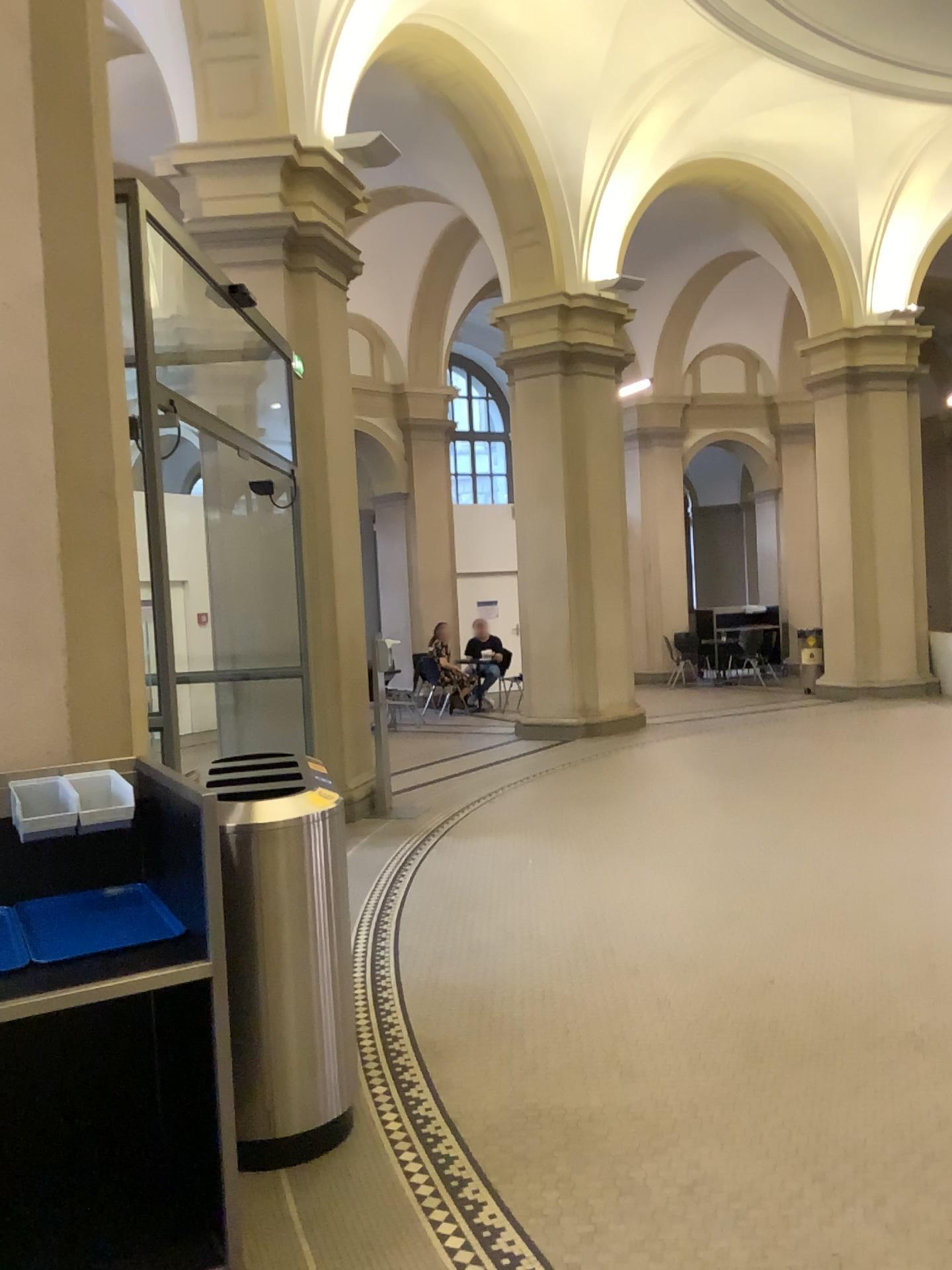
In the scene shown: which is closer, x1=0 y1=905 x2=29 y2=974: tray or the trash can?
x1=0 y1=905 x2=29 y2=974: tray

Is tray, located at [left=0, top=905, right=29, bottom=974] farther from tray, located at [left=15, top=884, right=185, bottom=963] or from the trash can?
the trash can

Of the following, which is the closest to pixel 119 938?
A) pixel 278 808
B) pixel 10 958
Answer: pixel 10 958

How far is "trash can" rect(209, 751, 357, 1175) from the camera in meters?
2.9 m

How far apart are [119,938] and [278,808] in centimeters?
69cm

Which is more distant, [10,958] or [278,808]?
[278,808]

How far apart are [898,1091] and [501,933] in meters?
2.0 m

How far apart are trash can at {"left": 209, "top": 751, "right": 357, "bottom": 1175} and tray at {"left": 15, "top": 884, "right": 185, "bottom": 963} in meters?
0.3

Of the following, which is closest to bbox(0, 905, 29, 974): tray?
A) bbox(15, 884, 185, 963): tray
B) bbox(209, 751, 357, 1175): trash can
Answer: bbox(15, 884, 185, 963): tray

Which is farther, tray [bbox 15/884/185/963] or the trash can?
the trash can
